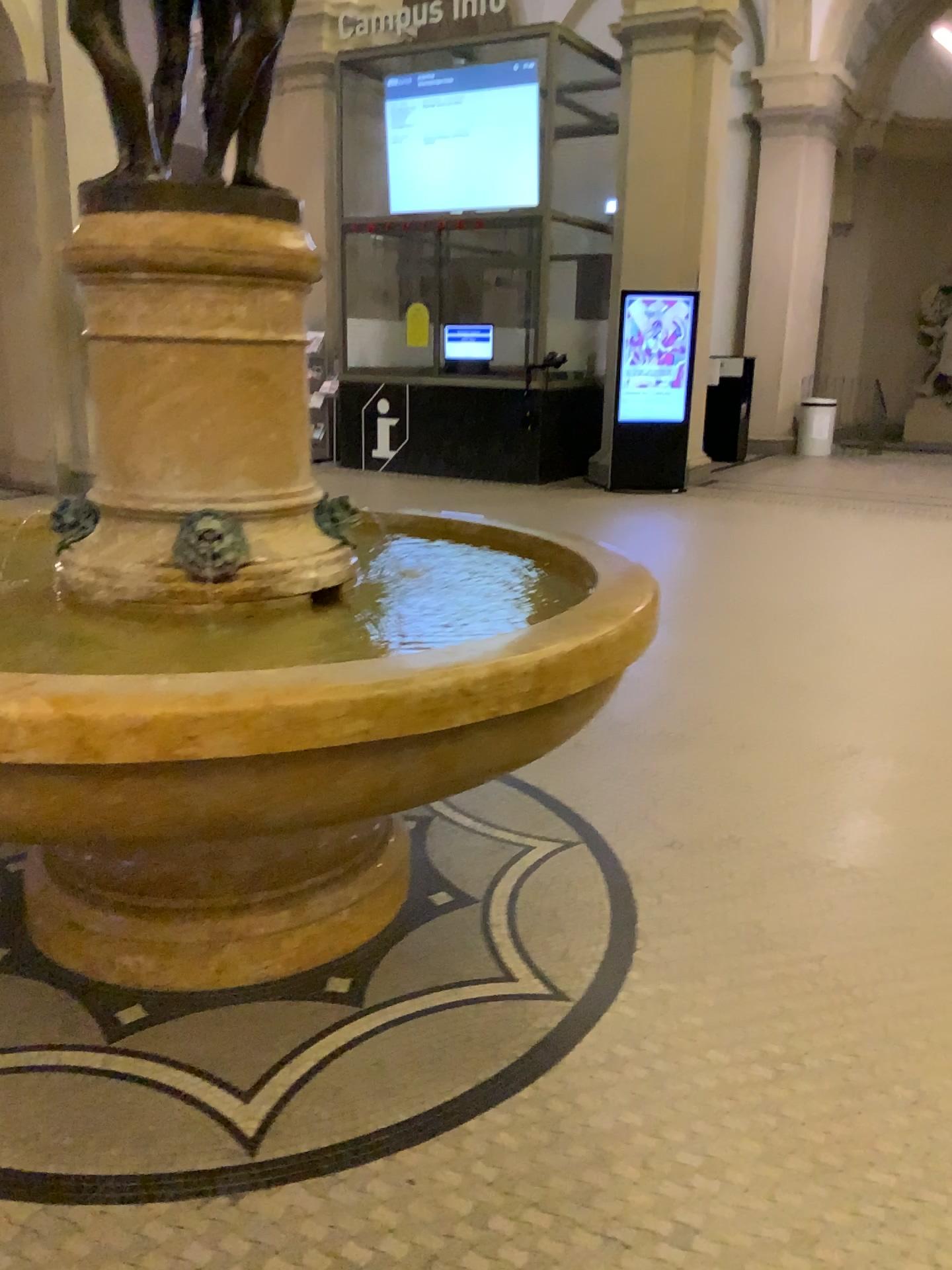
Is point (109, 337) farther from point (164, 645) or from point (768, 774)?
point (768, 774)
